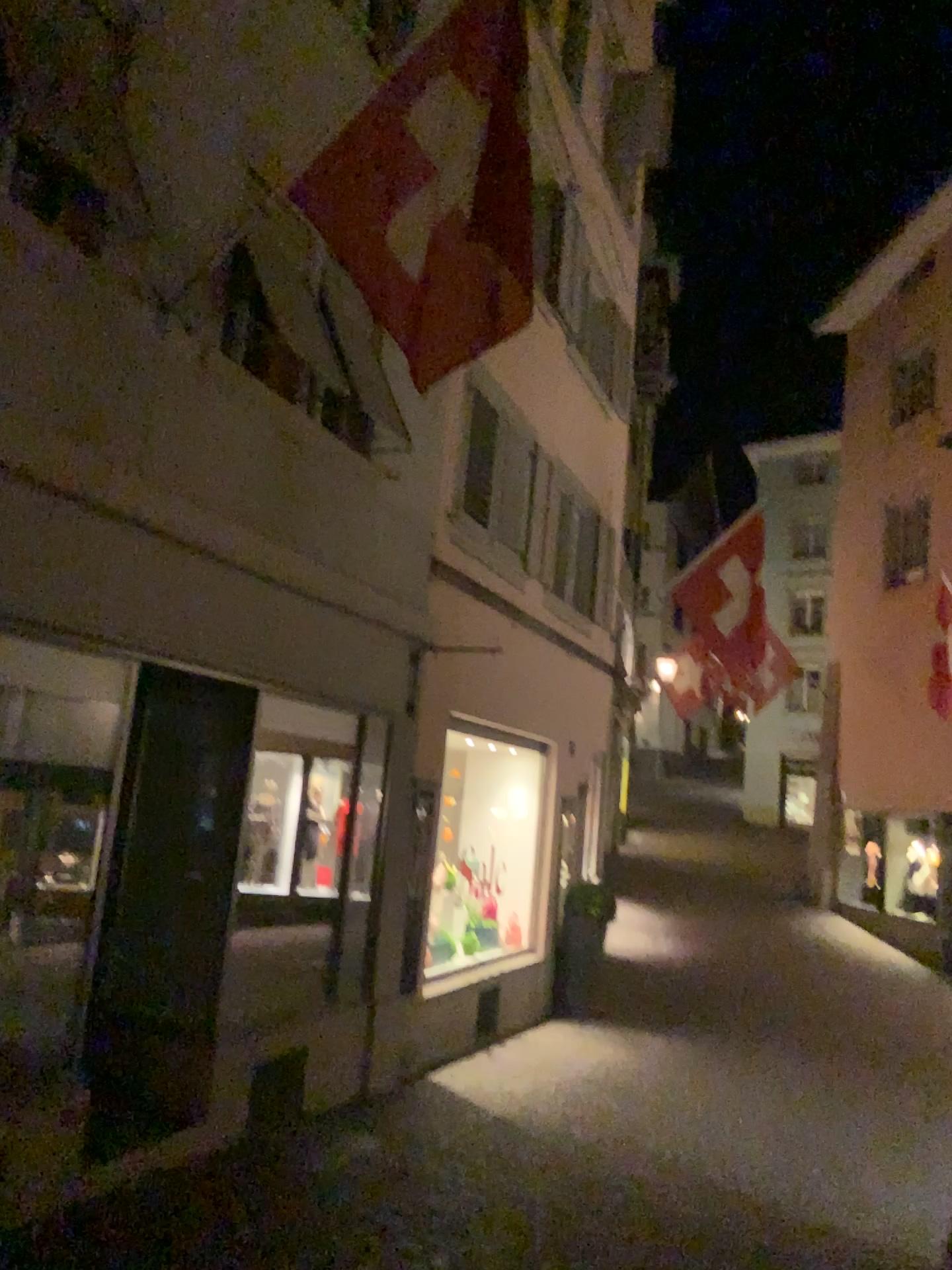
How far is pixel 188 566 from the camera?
5.1m
